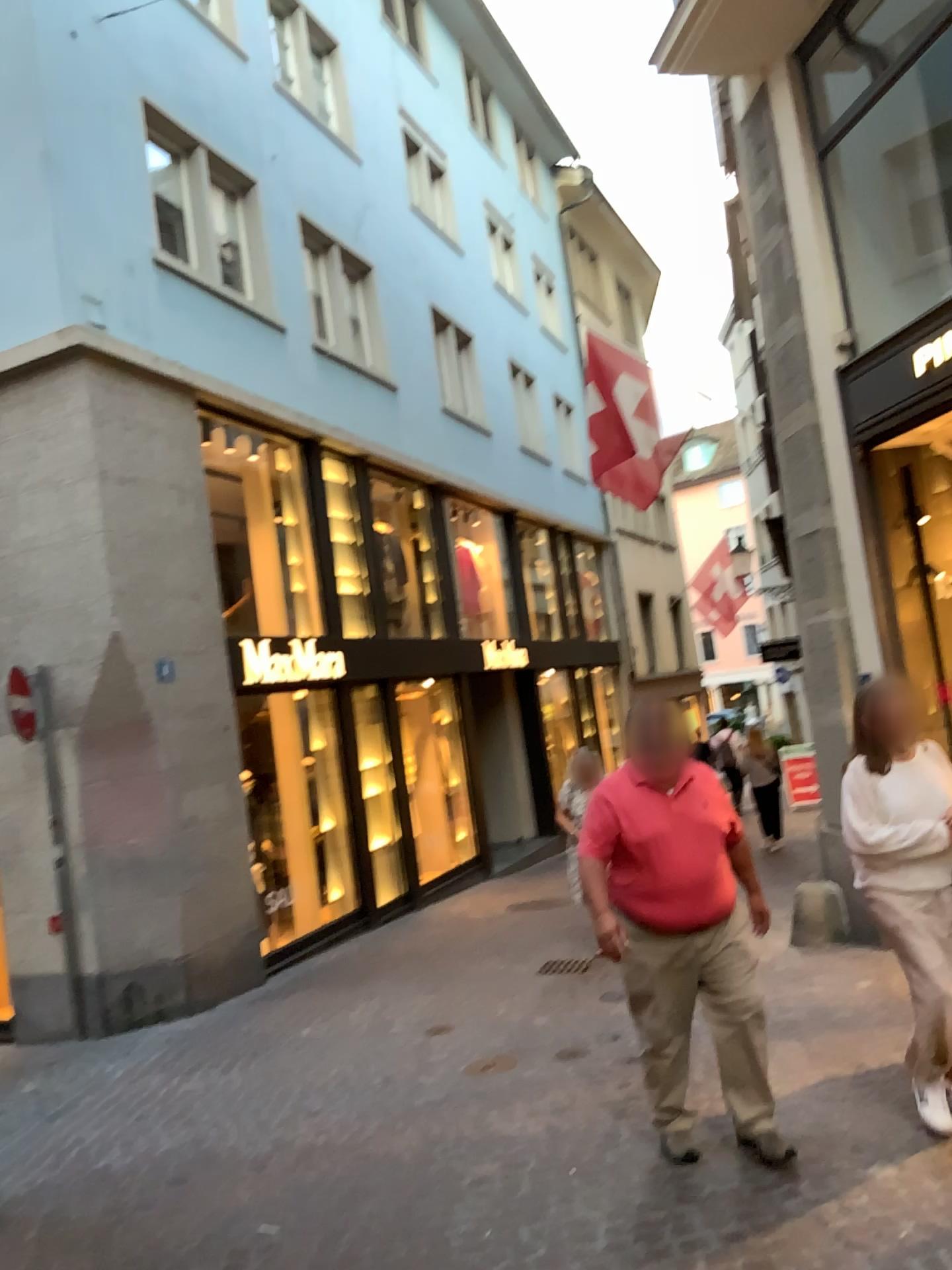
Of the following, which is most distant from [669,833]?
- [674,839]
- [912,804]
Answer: [912,804]

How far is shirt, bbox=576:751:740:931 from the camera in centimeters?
391cm

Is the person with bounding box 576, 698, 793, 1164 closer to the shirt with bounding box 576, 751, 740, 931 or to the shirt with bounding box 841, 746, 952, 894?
the shirt with bounding box 576, 751, 740, 931

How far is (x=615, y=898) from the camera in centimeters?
404cm

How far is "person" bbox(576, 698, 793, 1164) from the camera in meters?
3.9

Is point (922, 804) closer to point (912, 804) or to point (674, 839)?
point (912, 804)

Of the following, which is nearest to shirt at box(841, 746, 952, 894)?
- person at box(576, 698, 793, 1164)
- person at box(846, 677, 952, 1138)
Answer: person at box(846, 677, 952, 1138)

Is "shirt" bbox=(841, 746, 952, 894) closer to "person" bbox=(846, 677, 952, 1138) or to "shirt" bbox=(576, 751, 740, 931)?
"person" bbox=(846, 677, 952, 1138)

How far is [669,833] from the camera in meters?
3.9
